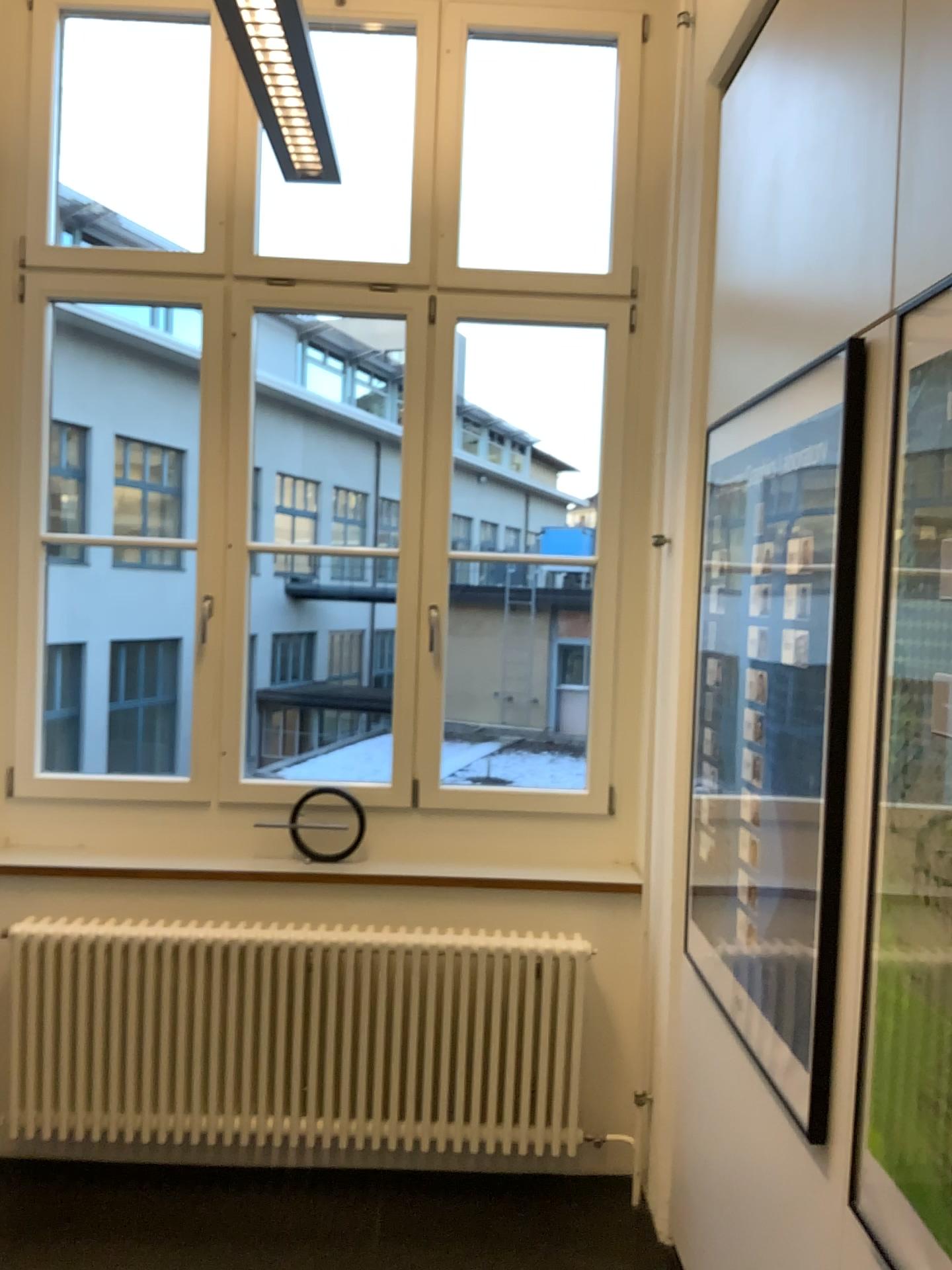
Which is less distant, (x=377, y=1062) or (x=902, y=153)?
(x=902, y=153)

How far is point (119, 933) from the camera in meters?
3.0 m

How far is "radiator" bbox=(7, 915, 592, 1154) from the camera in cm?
295

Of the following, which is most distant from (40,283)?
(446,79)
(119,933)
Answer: (119,933)

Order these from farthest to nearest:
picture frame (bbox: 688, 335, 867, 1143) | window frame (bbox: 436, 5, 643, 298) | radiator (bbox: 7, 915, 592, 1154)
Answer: window frame (bbox: 436, 5, 643, 298)
radiator (bbox: 7, 915, 592, 1154)
picture frame (bbox: 688, 335, 867, 1143)

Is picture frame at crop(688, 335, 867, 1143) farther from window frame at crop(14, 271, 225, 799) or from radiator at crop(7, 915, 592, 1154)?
window frame at crop(14, 271, 225, 799)

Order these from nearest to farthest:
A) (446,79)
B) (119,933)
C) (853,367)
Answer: (853,367), (119,933), (446,79)

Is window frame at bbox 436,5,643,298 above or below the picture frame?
above

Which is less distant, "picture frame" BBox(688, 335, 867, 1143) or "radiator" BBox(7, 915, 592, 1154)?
"picture frame" BBox(688, 335, 867, 1143)

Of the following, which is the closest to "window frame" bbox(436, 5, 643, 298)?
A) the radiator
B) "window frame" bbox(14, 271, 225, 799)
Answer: "window frame" bbox(14, 271, 225, 799)
